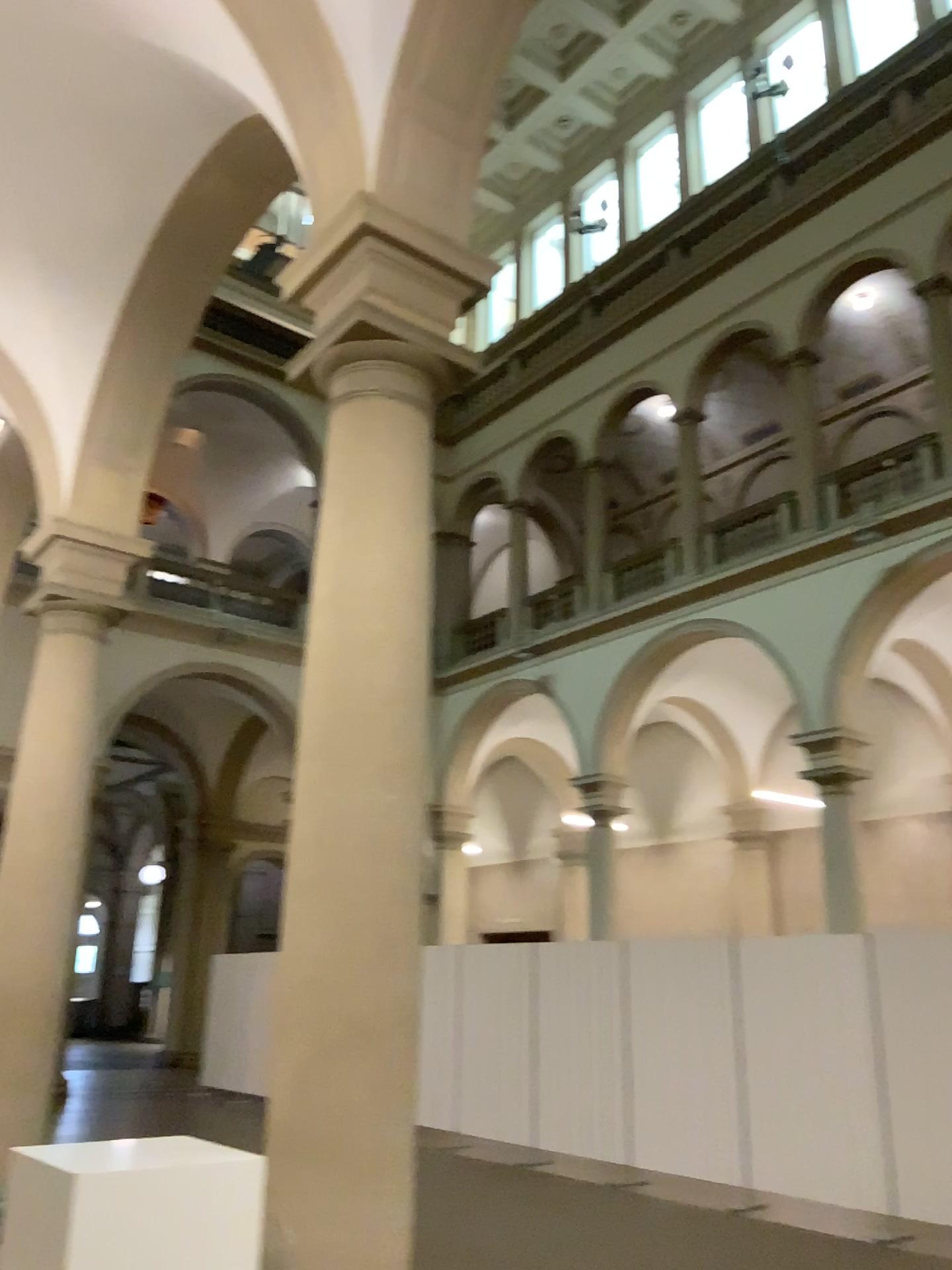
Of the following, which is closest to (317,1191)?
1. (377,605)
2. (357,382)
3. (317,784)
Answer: (317,784)
